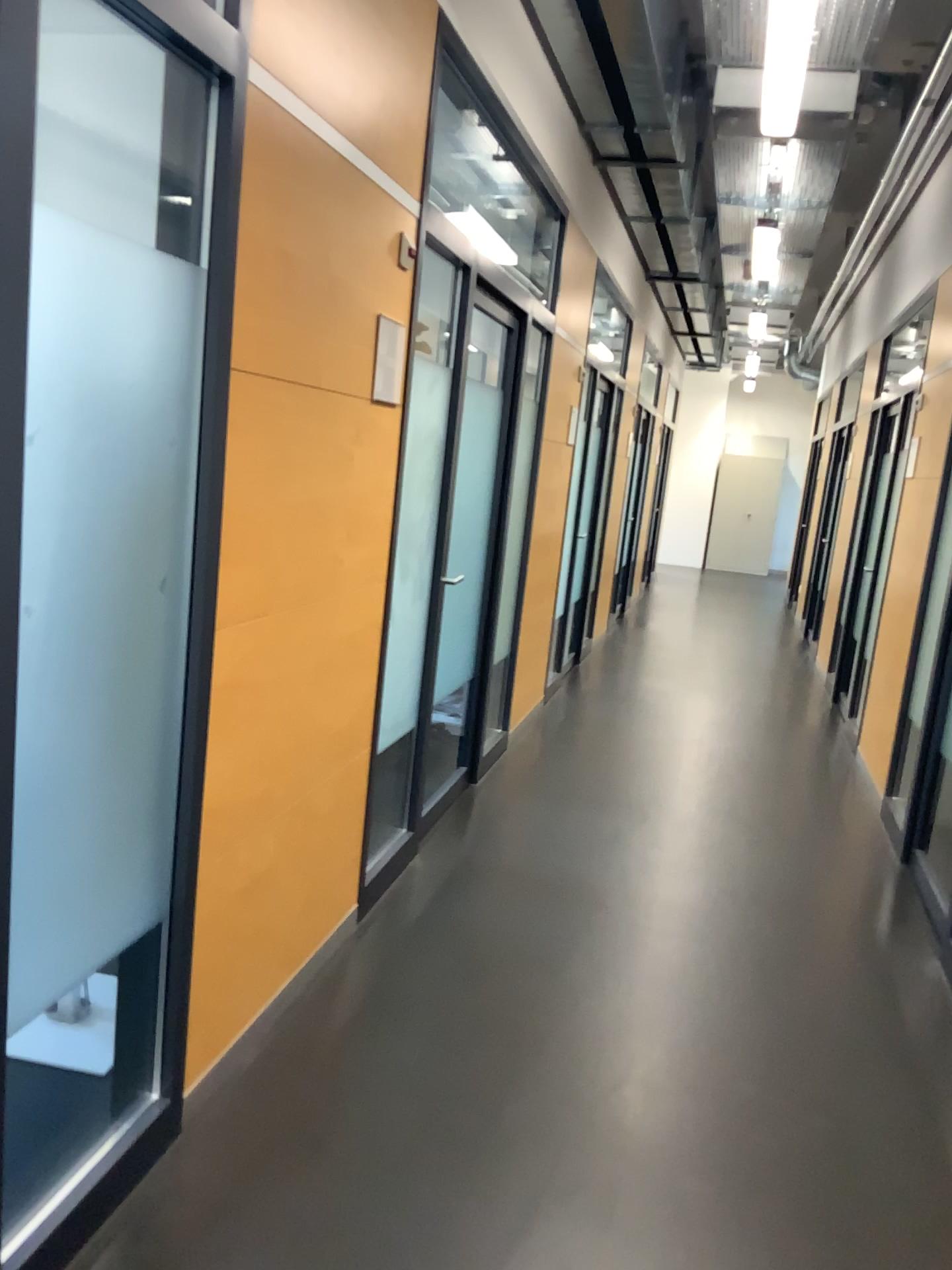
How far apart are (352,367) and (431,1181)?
1.8m
